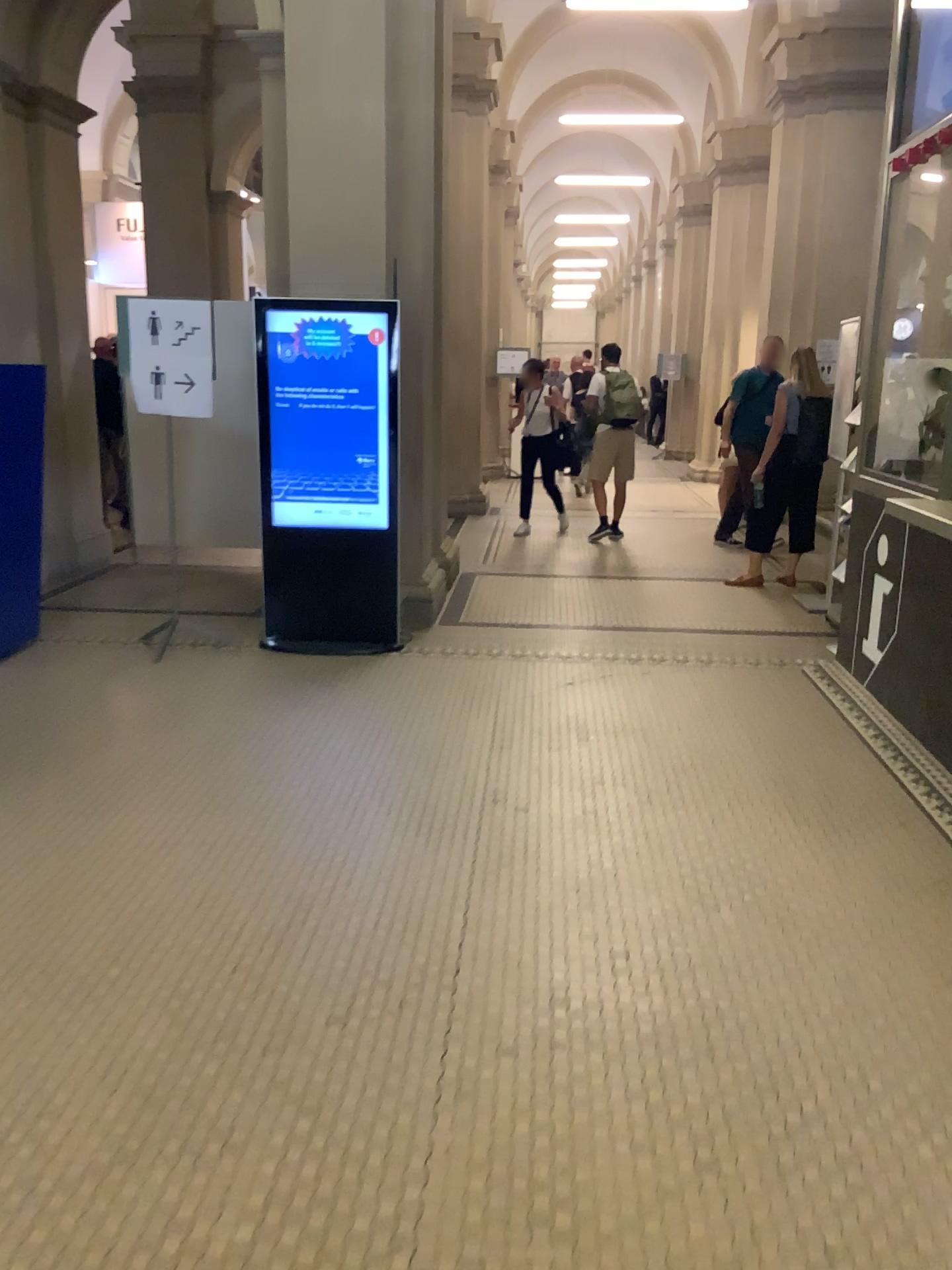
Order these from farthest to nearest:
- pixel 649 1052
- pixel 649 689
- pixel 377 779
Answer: pixel 649 689 < pixel 377 779 < pixel 649 1052
